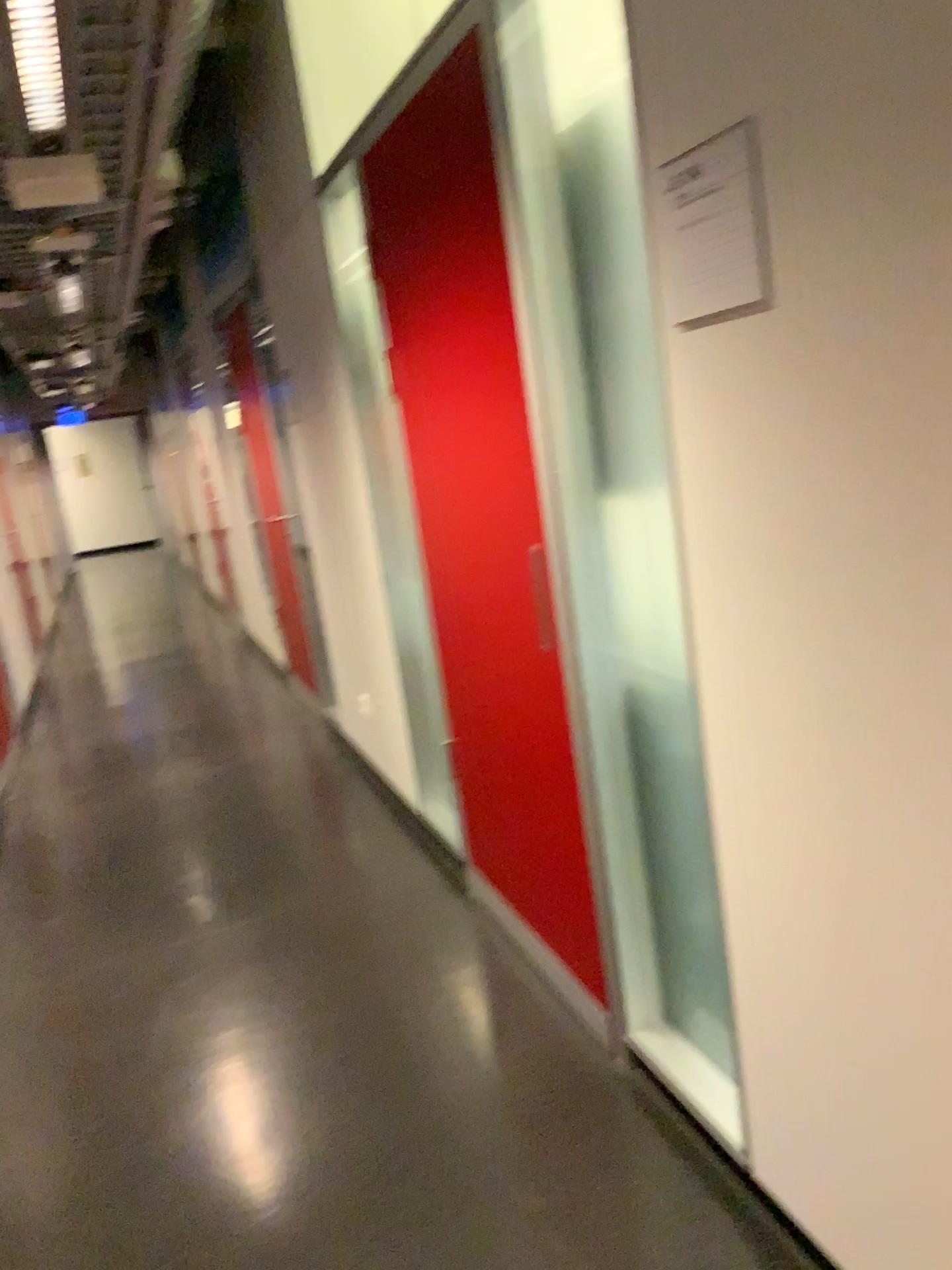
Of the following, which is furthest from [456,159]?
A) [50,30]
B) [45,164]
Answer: [45,164]

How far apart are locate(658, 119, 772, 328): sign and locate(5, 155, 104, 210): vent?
2.10m

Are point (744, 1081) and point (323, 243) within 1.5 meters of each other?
no

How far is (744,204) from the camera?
1.3m

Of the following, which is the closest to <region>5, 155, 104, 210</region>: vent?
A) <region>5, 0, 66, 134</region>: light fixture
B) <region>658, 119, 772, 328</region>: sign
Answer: <region>5, 0, 66, 134</region>: light fixture

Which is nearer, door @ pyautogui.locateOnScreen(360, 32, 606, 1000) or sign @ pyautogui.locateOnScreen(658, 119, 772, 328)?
sign @ pyautogui.locateOnScreen(658, 119, 772, 328)

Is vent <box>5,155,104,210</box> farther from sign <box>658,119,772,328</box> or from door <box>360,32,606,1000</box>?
sign <box>658,119,772,328</box>

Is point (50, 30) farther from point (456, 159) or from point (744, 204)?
point (744, 204)

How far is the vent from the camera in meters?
3.0 m

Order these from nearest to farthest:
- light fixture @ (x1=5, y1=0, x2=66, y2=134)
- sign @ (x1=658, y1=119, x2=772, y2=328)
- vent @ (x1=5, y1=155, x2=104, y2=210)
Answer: sign @ (x1=658, y1=119, x2=772, y2=328)
light fixture @ (x1=5, y1=0, x2=66, y2=134)
vent @ (x1=5, y1=155, x2=104, y2=210)
